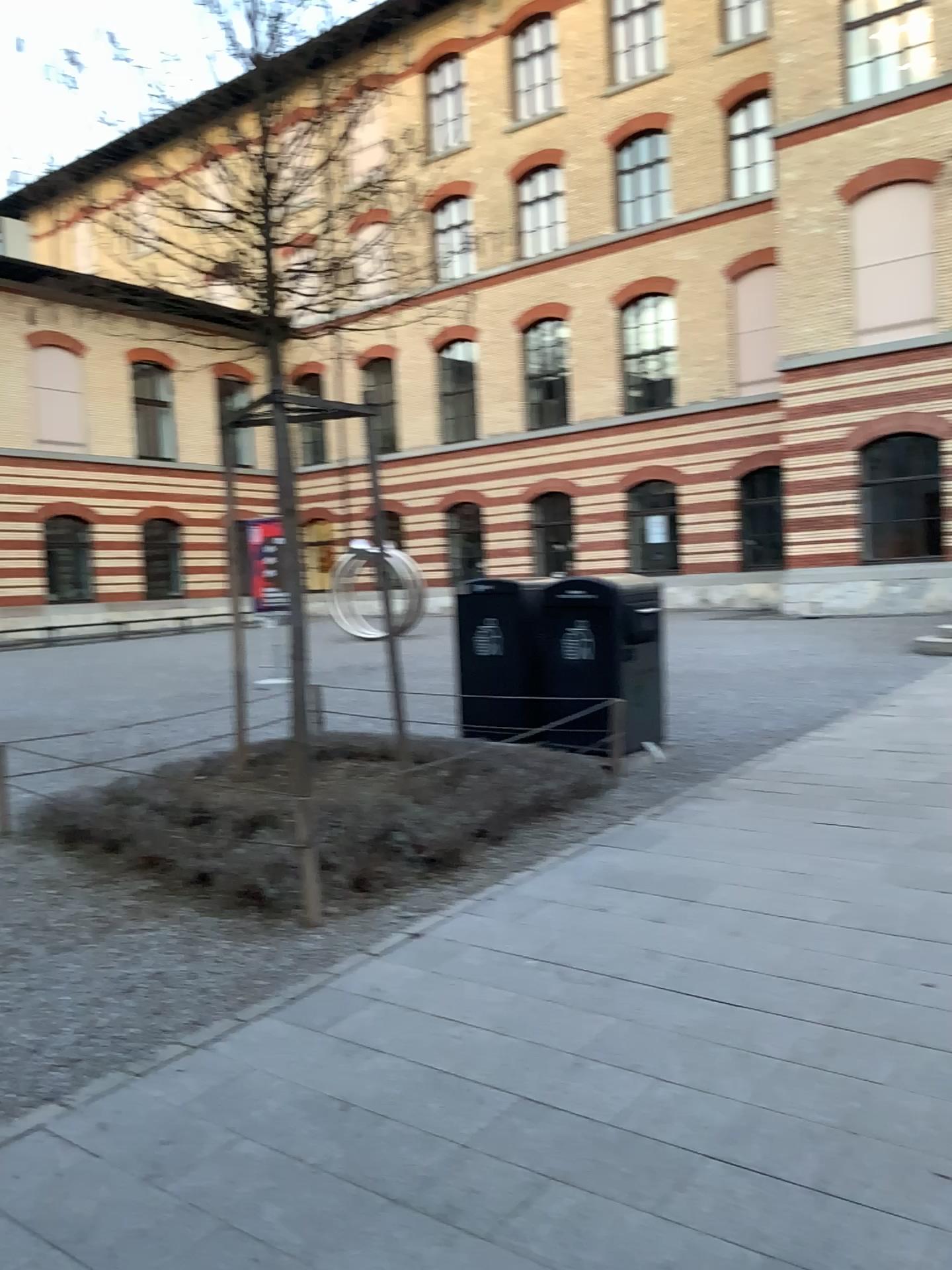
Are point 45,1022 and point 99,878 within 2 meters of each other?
yes
